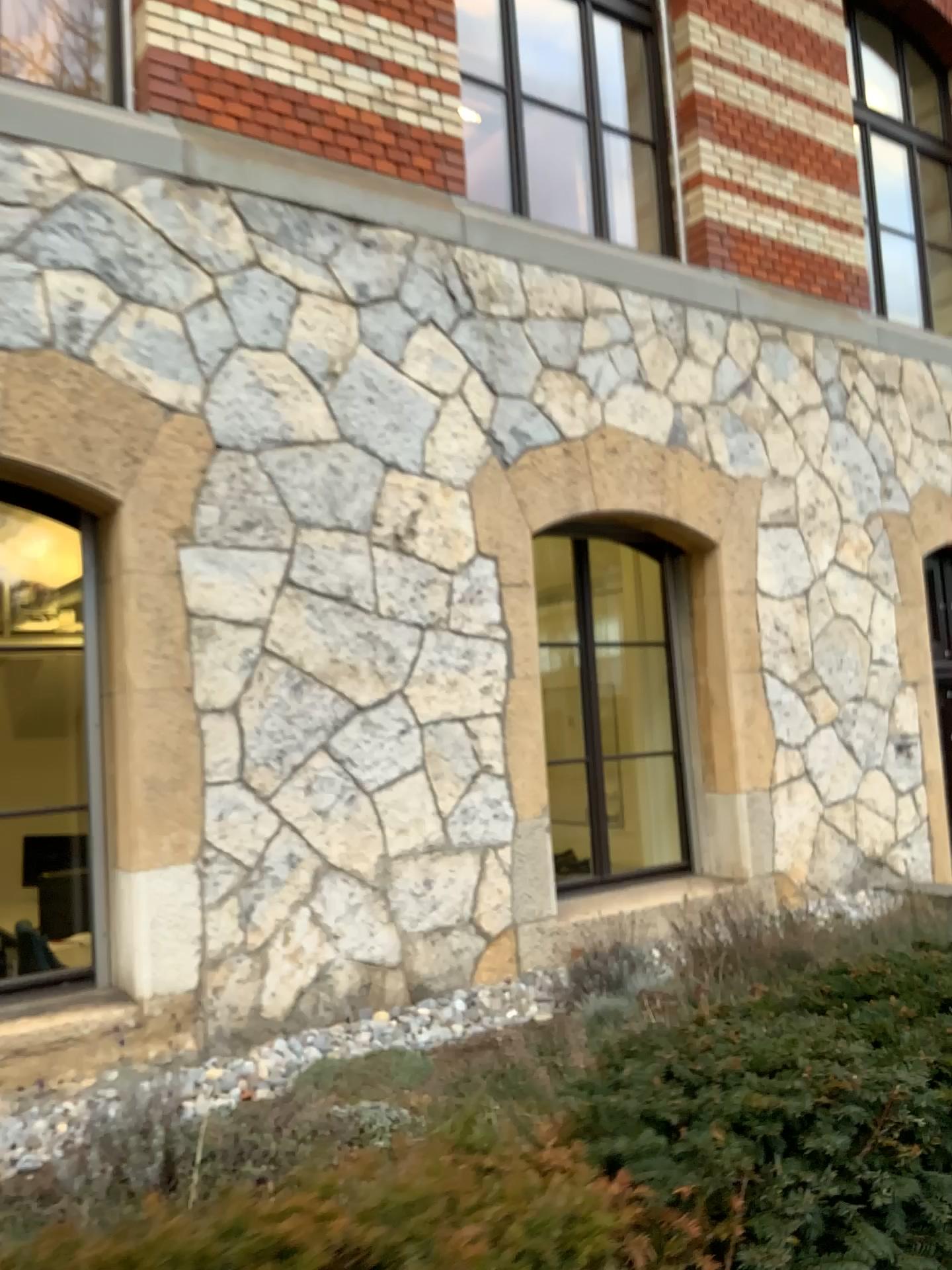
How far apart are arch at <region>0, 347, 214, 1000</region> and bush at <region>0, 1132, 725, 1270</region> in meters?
2.7 m

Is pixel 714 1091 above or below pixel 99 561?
below

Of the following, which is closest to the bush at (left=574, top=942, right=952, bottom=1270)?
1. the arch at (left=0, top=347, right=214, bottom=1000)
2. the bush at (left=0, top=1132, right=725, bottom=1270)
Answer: the bush at (left=0, top=1132, right=725, bottom=1270)

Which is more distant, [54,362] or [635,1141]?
[54,362]

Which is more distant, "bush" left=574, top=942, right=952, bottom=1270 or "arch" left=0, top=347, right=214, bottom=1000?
"arch" left=0, top=347, right=214, bottom=1000

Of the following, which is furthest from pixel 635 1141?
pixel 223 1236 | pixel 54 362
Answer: pixel 54 362

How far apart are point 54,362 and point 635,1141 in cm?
346

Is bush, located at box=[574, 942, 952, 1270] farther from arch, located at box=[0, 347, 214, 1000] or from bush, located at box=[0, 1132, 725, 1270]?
arch, located at box=[0, 347, 214, 1000]

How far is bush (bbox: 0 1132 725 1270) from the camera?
1.1m

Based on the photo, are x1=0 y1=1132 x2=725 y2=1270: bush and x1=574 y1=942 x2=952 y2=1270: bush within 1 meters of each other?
yes
